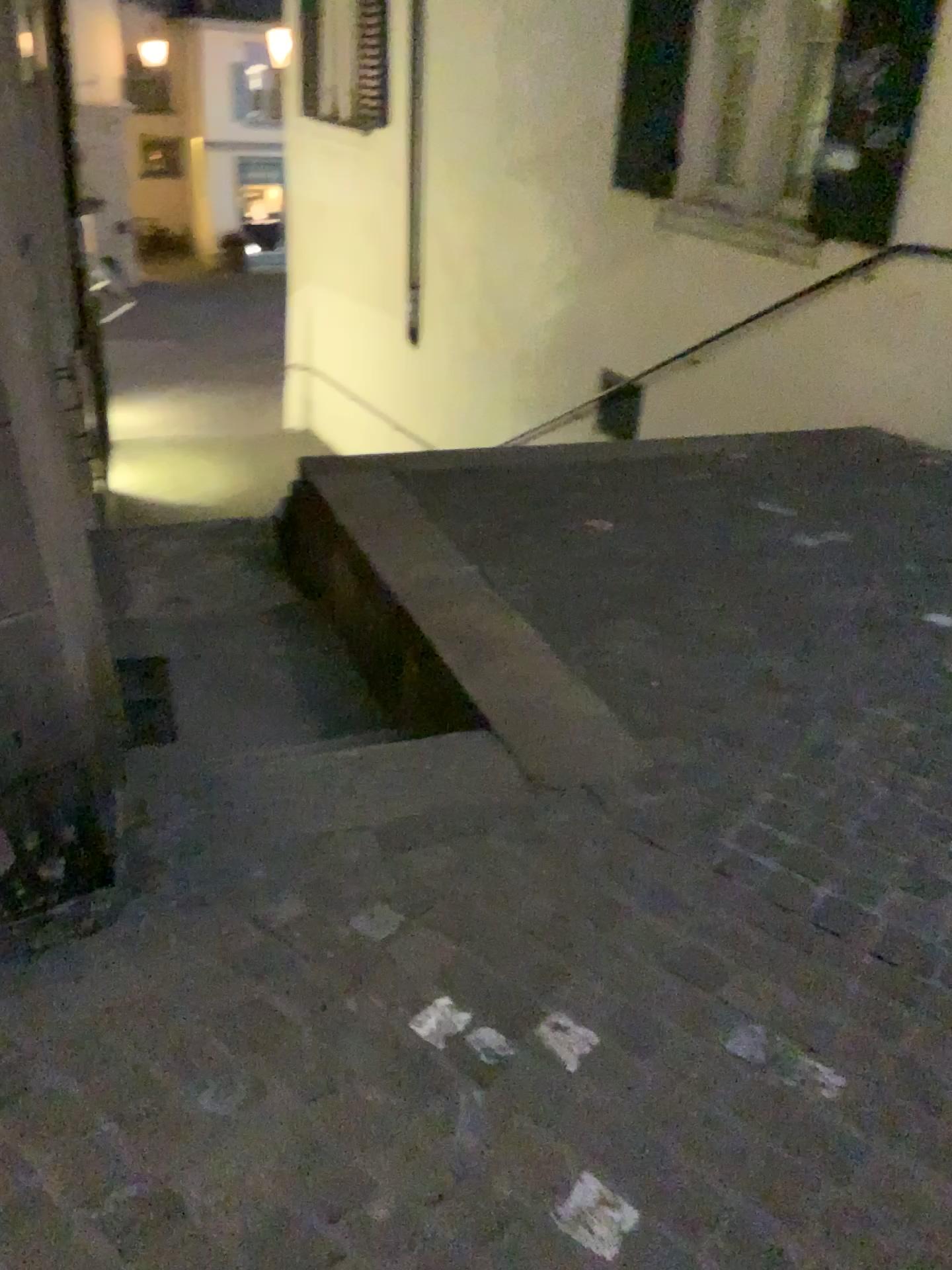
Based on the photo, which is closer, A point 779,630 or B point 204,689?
A point 779,630
